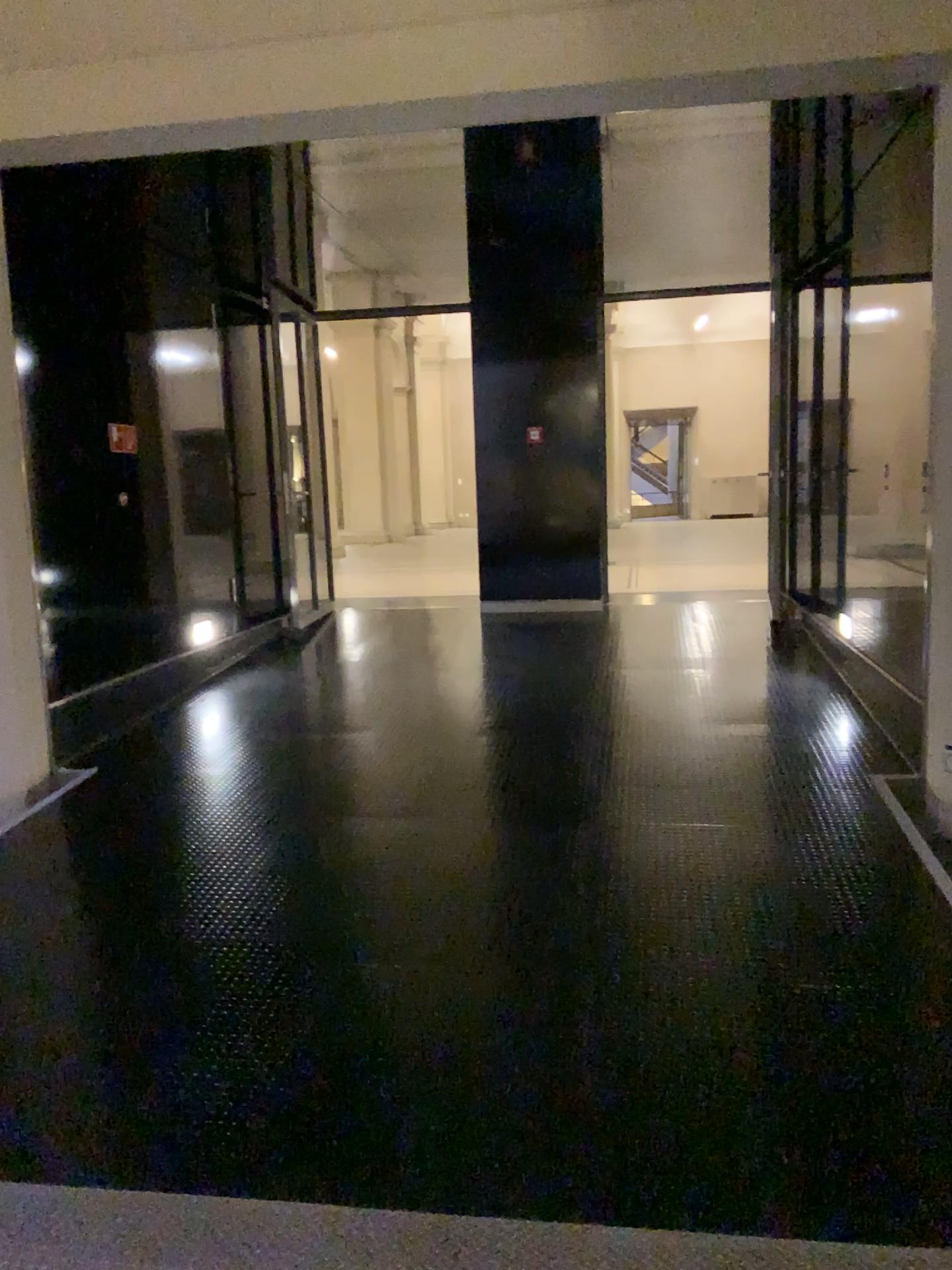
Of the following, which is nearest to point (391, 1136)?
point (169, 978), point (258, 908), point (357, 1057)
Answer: point (357, 1057)
